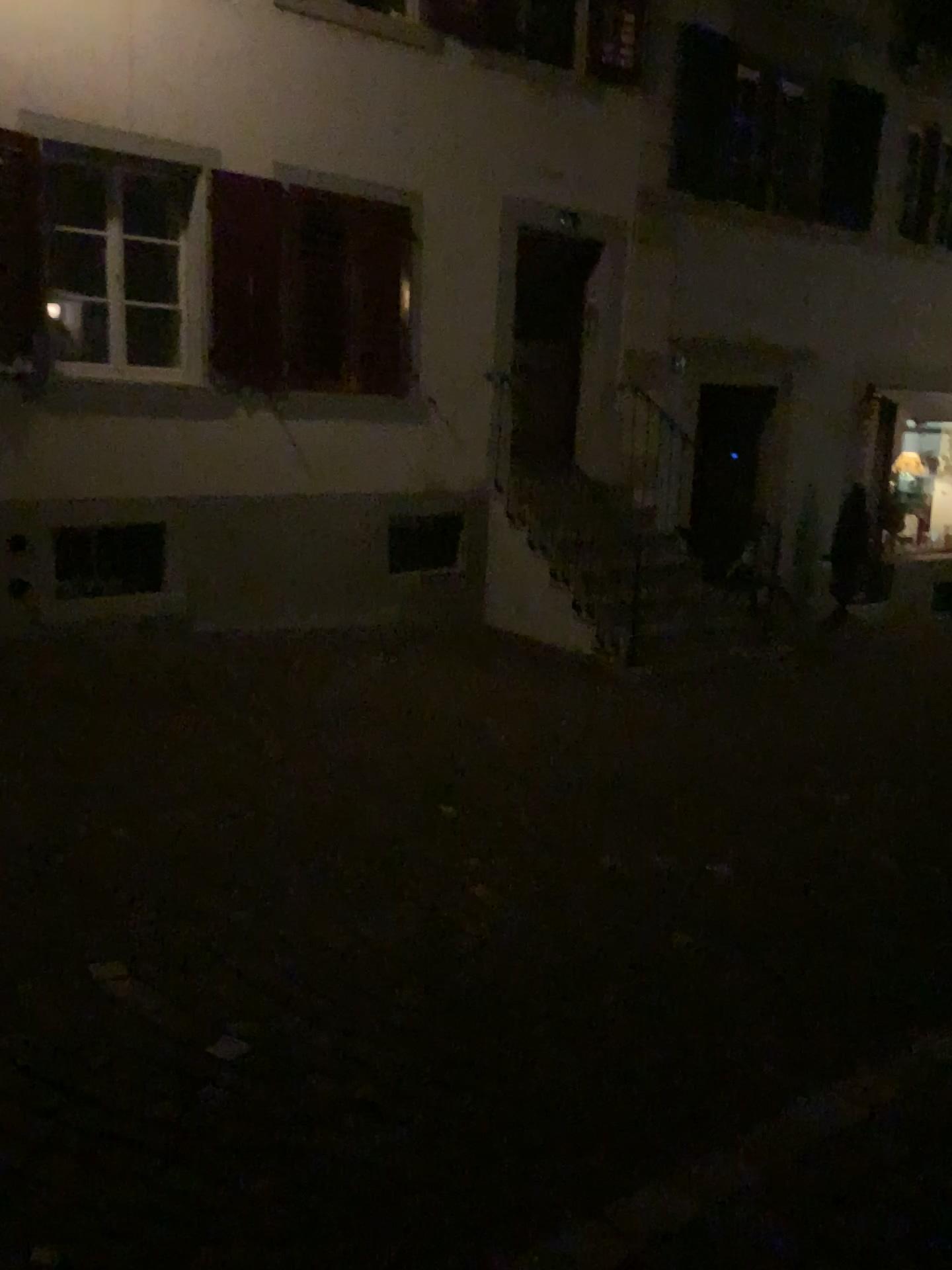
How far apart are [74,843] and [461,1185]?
2.15m
